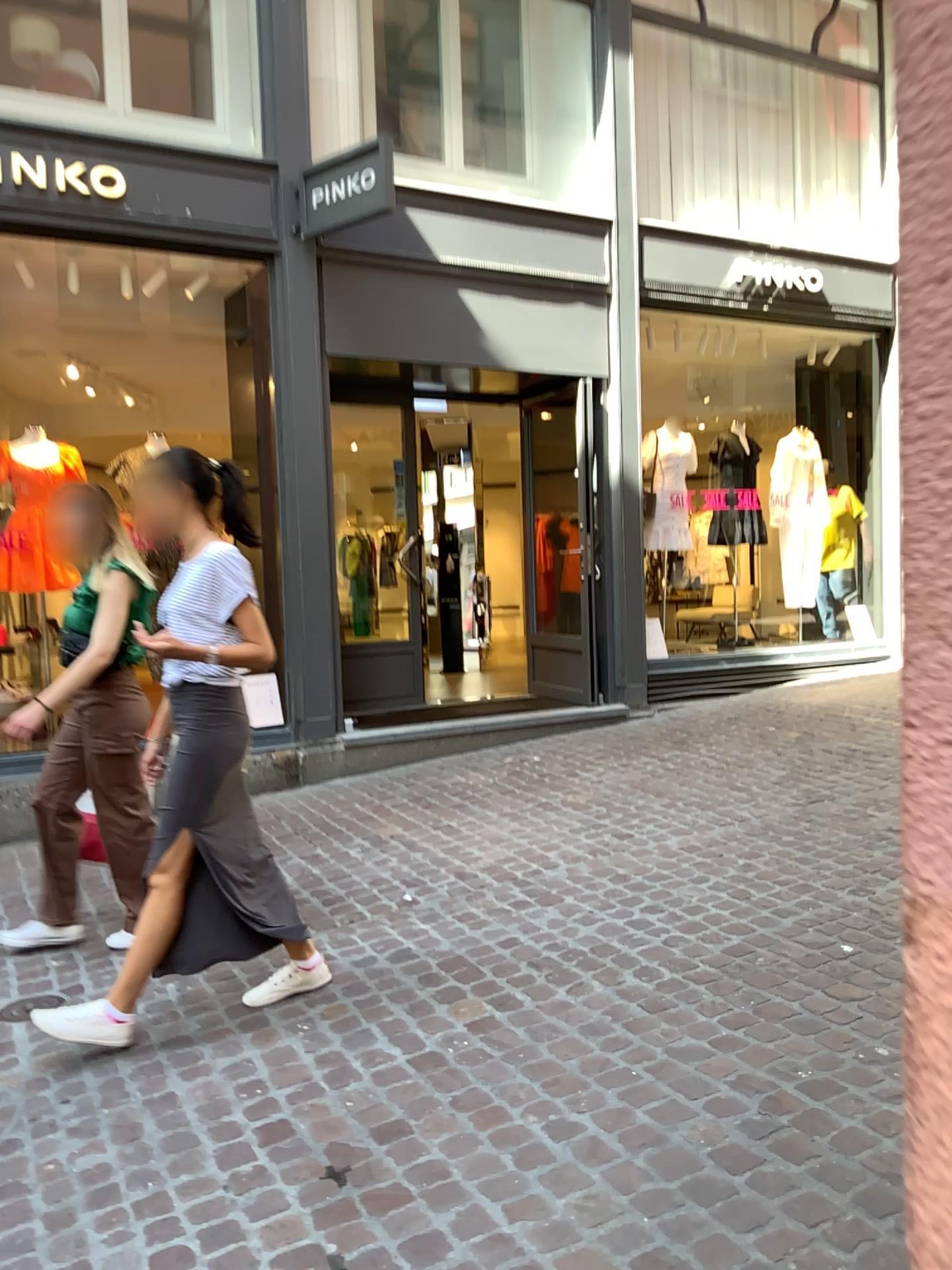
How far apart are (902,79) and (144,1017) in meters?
3.2

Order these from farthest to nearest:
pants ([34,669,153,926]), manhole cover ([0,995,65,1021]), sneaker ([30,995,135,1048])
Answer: pants ([34,669,153,926])
manhole cover ([0,995,65,1021])
sneaker ([30,995,135,1048])

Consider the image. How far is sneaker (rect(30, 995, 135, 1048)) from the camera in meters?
2.9 m

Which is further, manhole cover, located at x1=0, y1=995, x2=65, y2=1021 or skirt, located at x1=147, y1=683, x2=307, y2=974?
manhole cover, located at x1=0, y1=995, x2=65, y2=1021

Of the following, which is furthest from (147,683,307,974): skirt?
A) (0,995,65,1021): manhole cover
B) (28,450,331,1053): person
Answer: (0,995,65,1021): manhole cover

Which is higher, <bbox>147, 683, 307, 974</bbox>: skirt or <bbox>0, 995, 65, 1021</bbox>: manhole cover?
<bbox>147, 683, 307, 974</bbox>: skirt

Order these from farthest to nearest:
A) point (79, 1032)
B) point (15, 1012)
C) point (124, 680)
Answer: point (124, 680) → point (15, 1012) → point (79, 1032)

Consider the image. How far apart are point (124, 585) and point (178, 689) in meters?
0.8

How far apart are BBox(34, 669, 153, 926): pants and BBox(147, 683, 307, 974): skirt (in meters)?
0.74

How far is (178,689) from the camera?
3.0m
